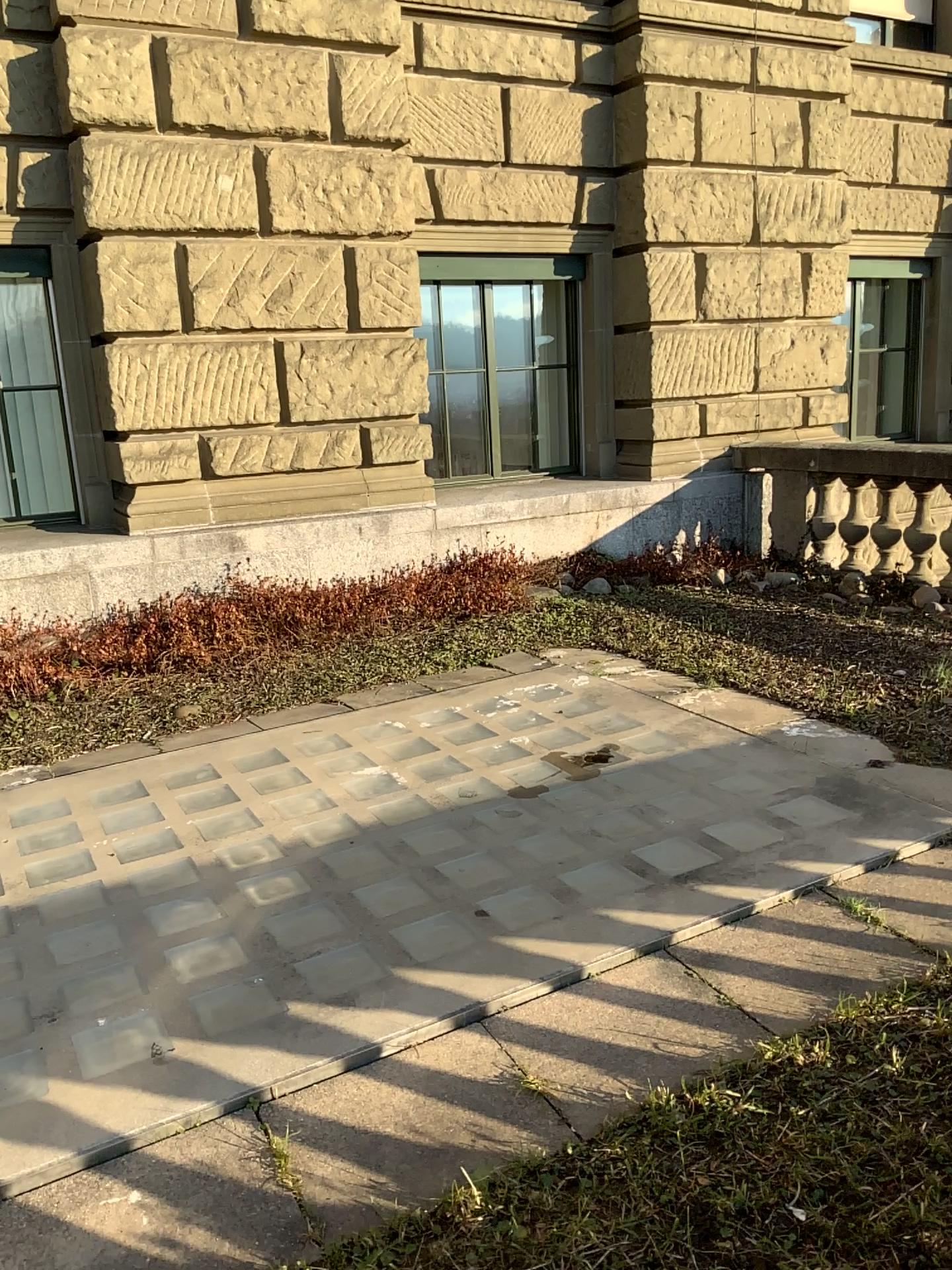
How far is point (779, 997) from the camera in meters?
2.2 m

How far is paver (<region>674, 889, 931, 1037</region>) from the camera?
2.2 meters

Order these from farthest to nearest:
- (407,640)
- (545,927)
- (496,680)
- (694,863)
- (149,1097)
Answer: (407,640)
(496,680)
(694,863)
(545,927)
(149,1097)
